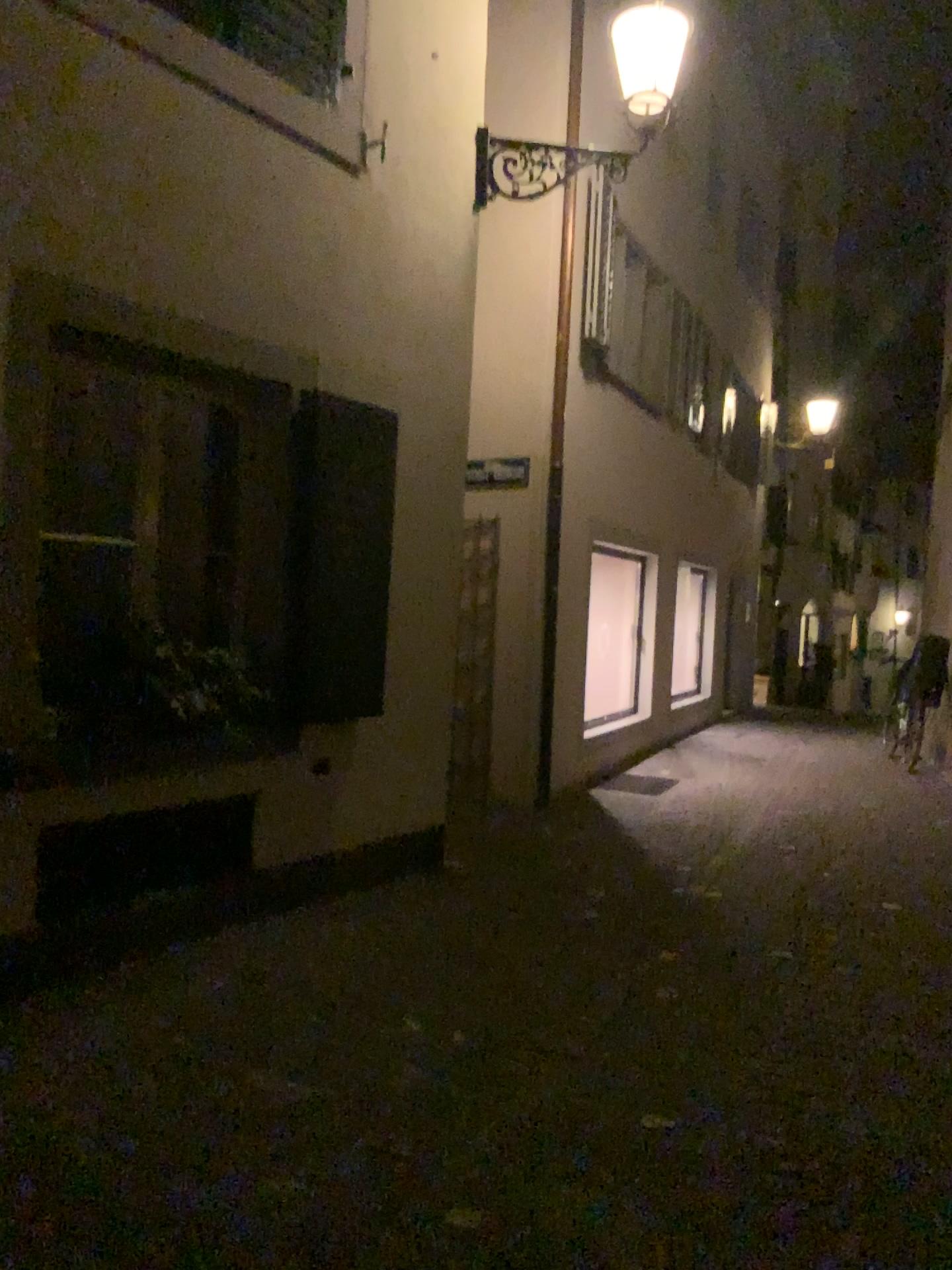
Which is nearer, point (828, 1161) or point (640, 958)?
point (828, 1161)
